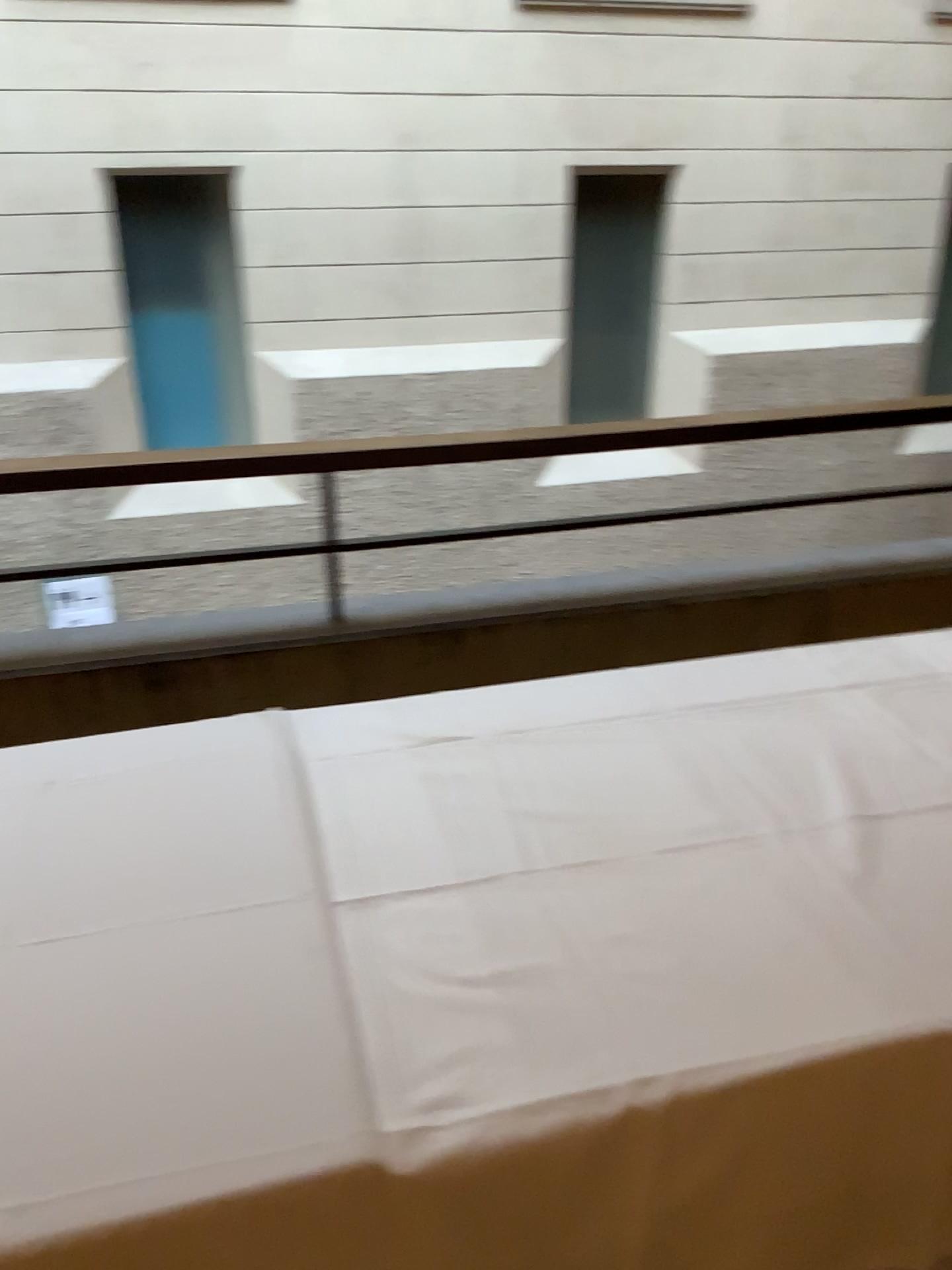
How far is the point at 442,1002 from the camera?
1.1m

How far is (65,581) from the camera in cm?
240

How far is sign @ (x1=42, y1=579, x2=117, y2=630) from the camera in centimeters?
240cm
